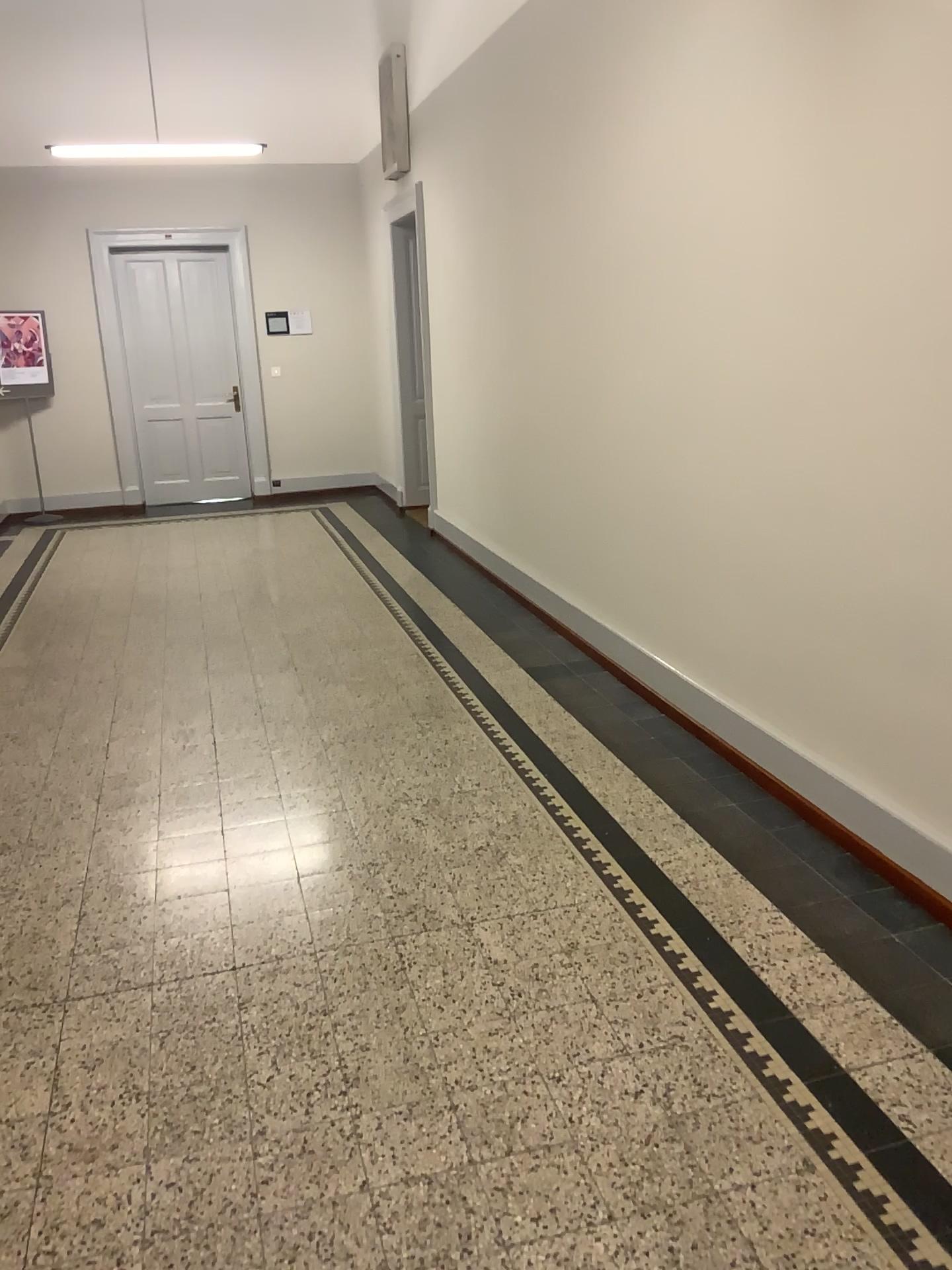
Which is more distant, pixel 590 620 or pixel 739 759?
pixel 590 620
